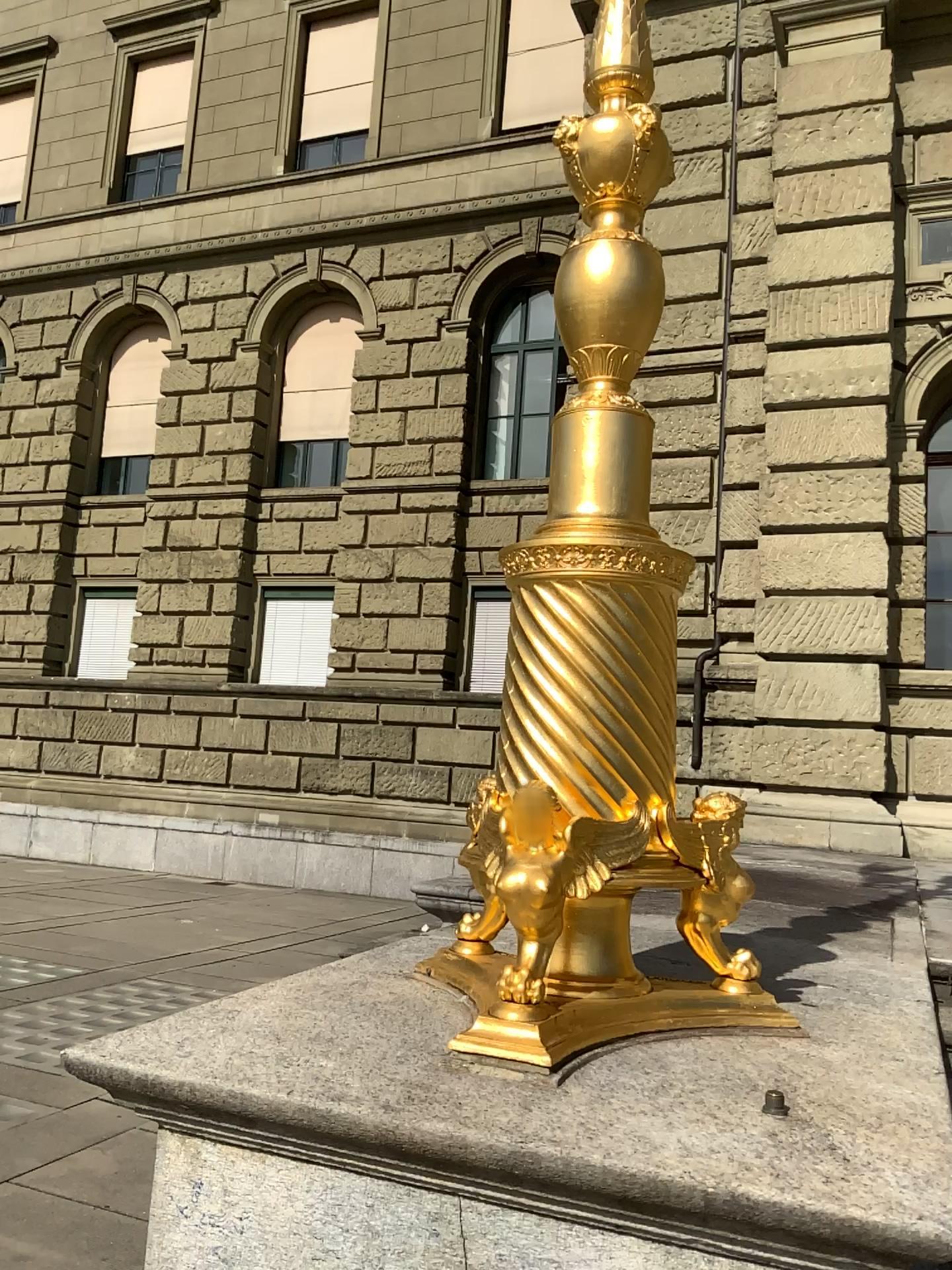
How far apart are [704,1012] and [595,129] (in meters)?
1.95
